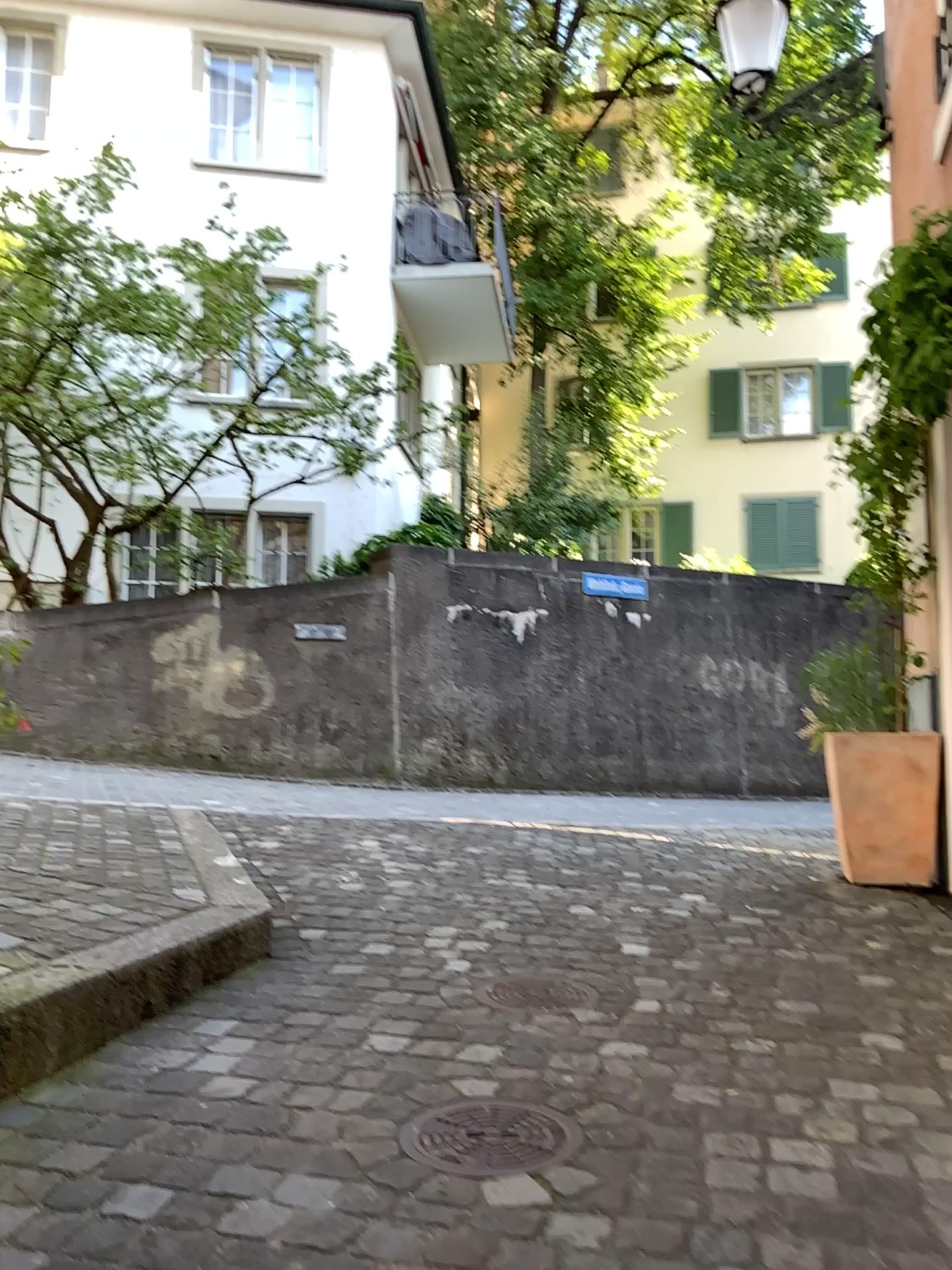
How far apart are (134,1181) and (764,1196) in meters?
0.9

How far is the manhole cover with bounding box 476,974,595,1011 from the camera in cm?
246

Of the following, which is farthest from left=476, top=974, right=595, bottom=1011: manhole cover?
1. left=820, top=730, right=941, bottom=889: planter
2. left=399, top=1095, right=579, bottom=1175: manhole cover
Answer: left=820, top=730, right=941, bottom=889: planter

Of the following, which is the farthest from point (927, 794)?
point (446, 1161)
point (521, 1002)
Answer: point (446, 1161)

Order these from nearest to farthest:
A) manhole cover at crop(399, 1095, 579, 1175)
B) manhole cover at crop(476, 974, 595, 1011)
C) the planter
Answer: manhole cover at crop(399, 1095, 579, 1175) < manhole cover at crop(476, 974, 595, 1011) < the planter

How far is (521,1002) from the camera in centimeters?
246cm

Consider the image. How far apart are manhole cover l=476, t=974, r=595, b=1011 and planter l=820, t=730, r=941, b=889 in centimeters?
221cm

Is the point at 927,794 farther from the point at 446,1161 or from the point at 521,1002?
the point at 446,1161

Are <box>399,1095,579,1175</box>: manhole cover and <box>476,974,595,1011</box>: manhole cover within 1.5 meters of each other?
yes

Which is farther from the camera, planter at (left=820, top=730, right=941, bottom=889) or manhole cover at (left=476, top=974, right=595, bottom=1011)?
planter at (left=820, top=730, right=941, bottom=889)
